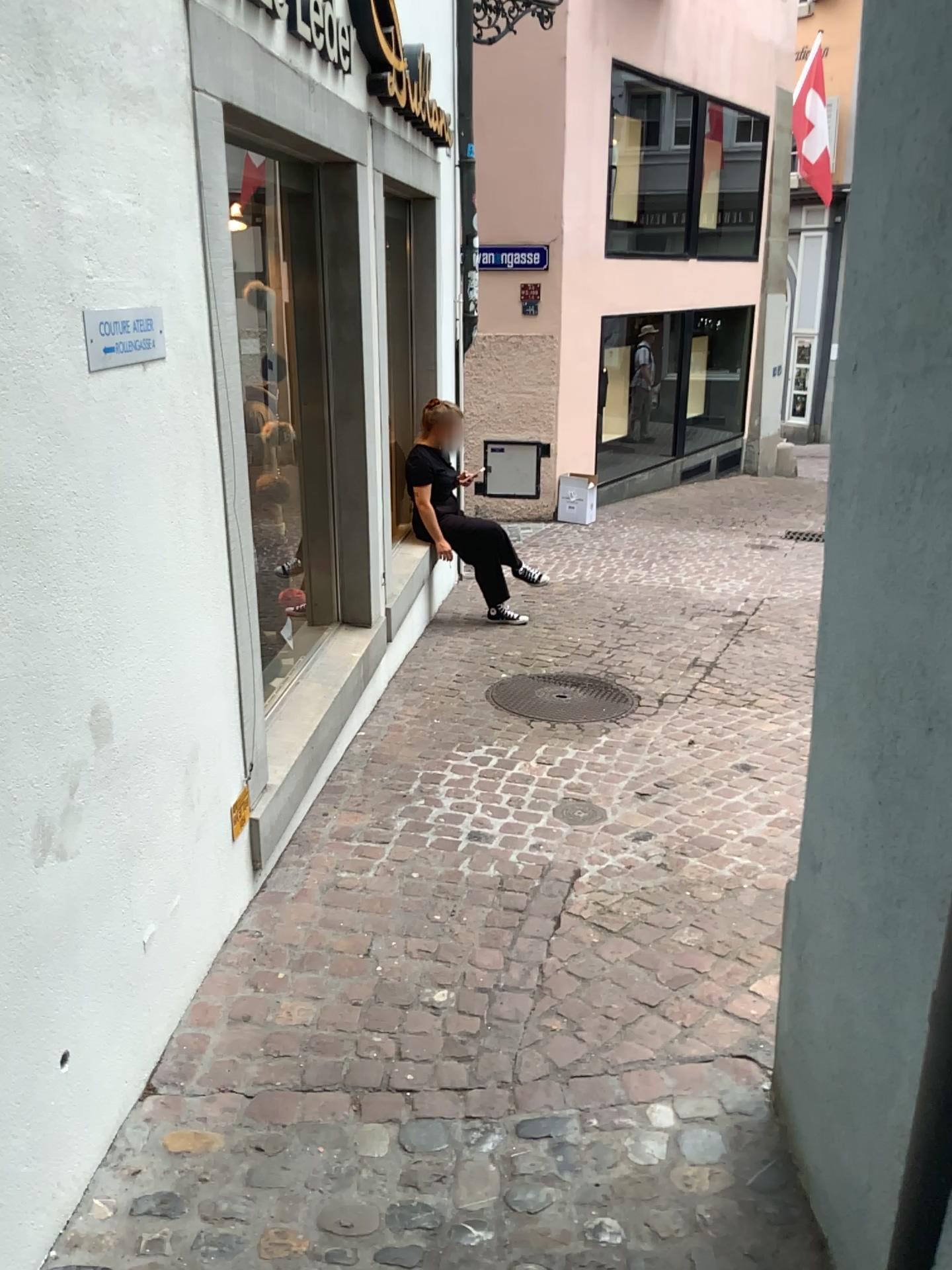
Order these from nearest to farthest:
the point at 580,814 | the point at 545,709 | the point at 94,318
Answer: the point at 94,318
the point at 580,814
the point at 545,709

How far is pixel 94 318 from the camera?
1.97m

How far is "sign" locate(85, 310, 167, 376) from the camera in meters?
2.0

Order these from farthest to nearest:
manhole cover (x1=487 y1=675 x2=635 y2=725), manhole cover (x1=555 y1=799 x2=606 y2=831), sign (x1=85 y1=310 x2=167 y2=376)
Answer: manhole cover (x1=487 y1=675 x2=635 y2=725) → manhole cover (x1=555 y1=799 x2=606 y2=831) → sign (x1=85 y1=310 x2=167 y2=376)

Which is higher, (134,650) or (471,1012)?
(134,650)

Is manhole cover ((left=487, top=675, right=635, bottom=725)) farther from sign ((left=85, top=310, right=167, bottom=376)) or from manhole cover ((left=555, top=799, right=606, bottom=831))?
sign ((left=85, top=310, right=167, bottom=376))

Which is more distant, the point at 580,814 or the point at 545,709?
the point at 545,709

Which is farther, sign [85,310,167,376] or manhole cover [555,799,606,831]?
manhole cover [555,799,606,831]

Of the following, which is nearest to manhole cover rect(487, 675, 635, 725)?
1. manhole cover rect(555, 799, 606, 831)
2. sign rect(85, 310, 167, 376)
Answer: manhole cover rect(555, 799, 606, 831)

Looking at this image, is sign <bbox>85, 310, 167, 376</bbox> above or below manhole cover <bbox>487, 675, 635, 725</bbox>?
above
